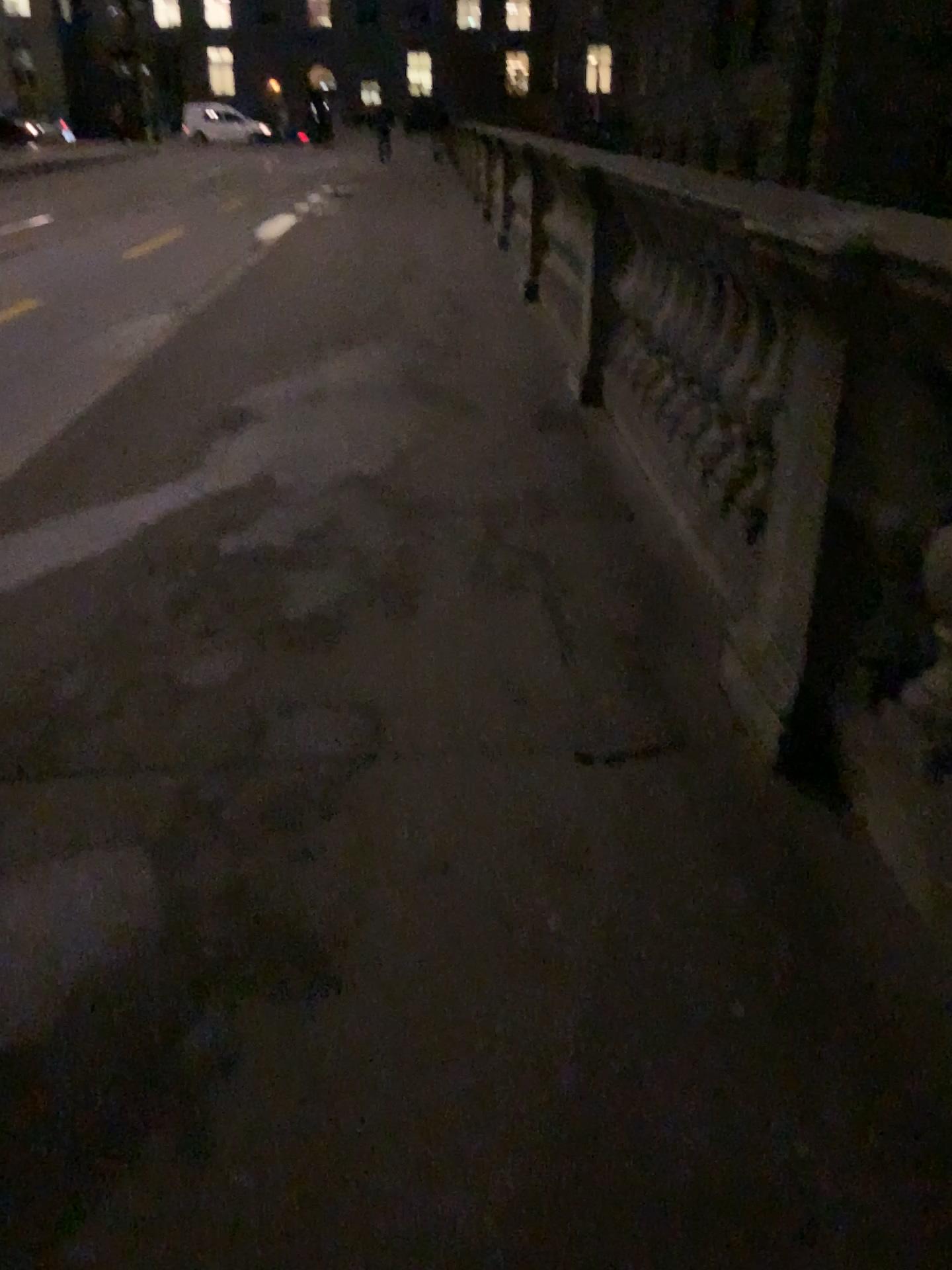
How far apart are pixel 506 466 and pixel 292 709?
1.9 meters
